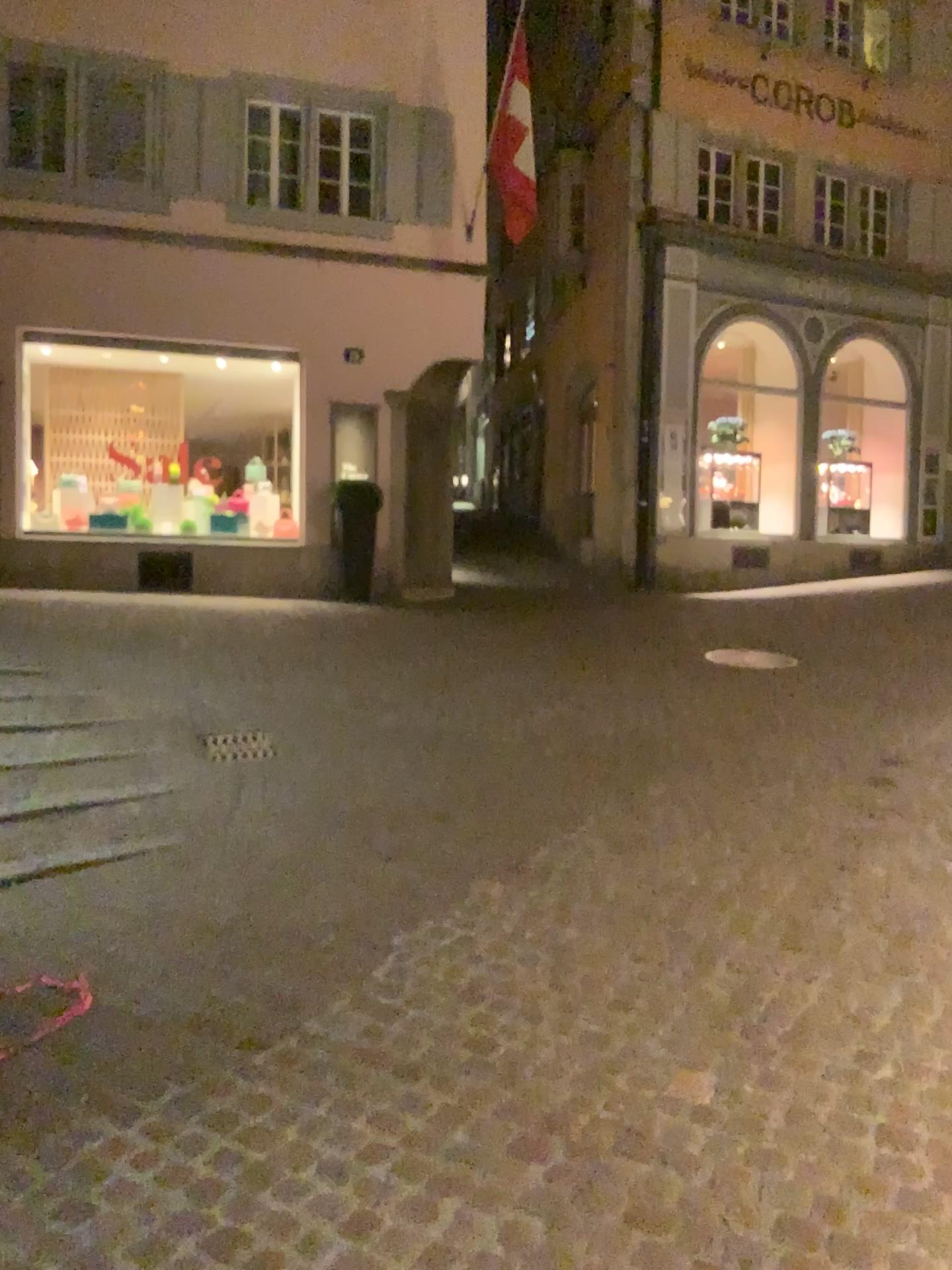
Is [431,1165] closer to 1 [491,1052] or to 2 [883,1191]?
1 [491,1052]
